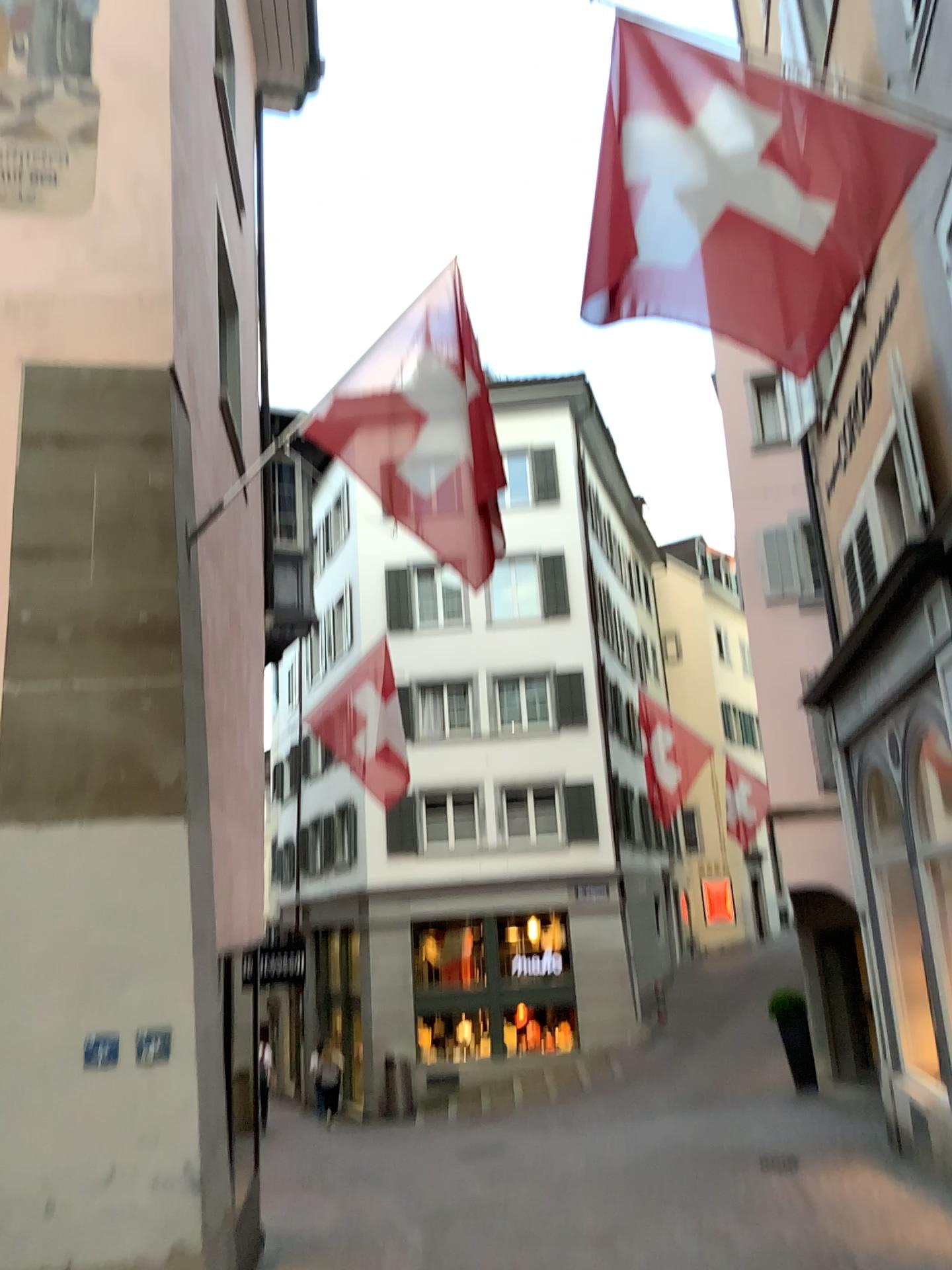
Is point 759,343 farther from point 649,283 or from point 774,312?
point 649,283
